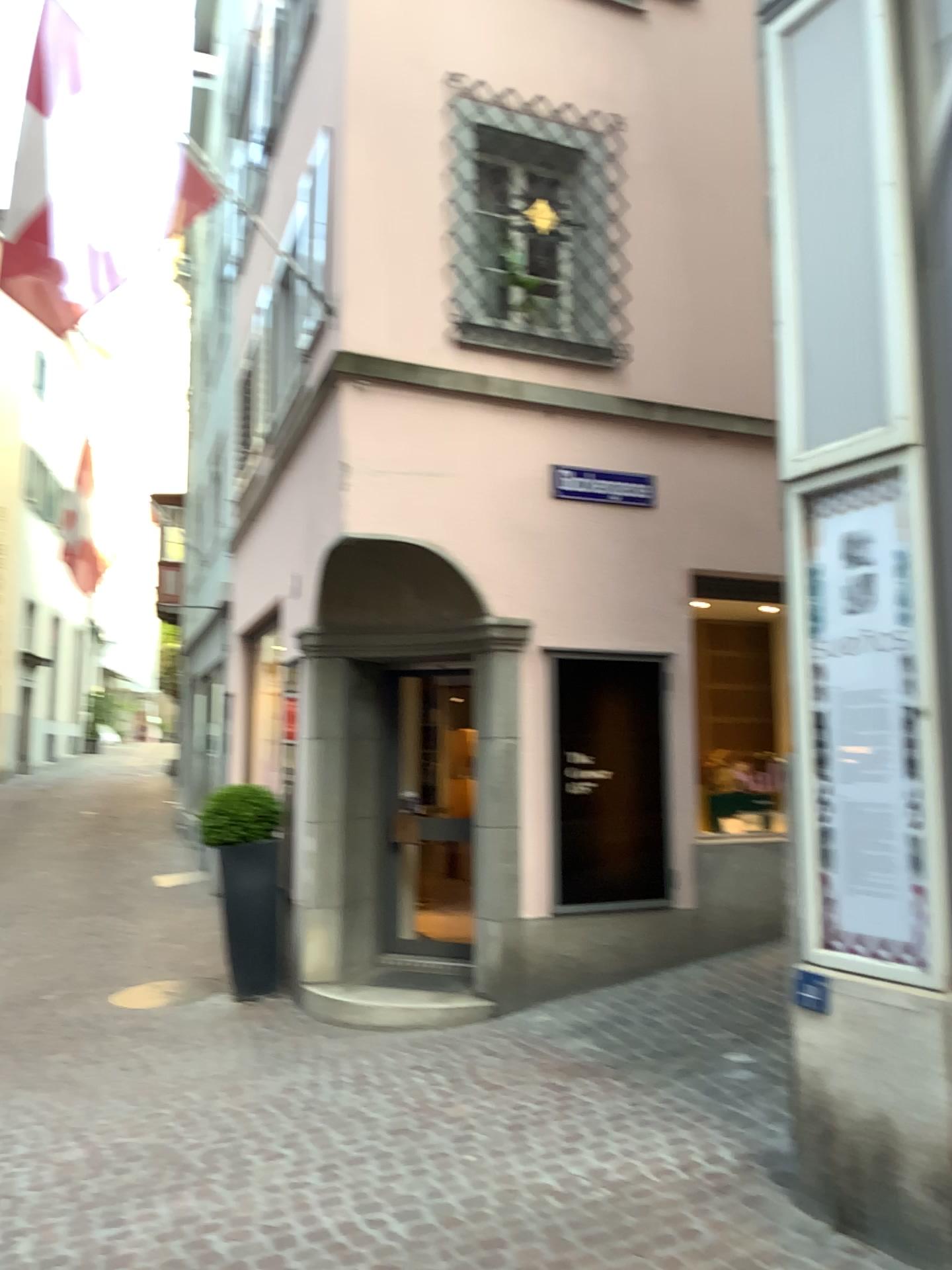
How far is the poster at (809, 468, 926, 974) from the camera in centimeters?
318cm

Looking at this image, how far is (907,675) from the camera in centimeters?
318cm

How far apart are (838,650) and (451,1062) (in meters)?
2.79

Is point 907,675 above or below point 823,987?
above
